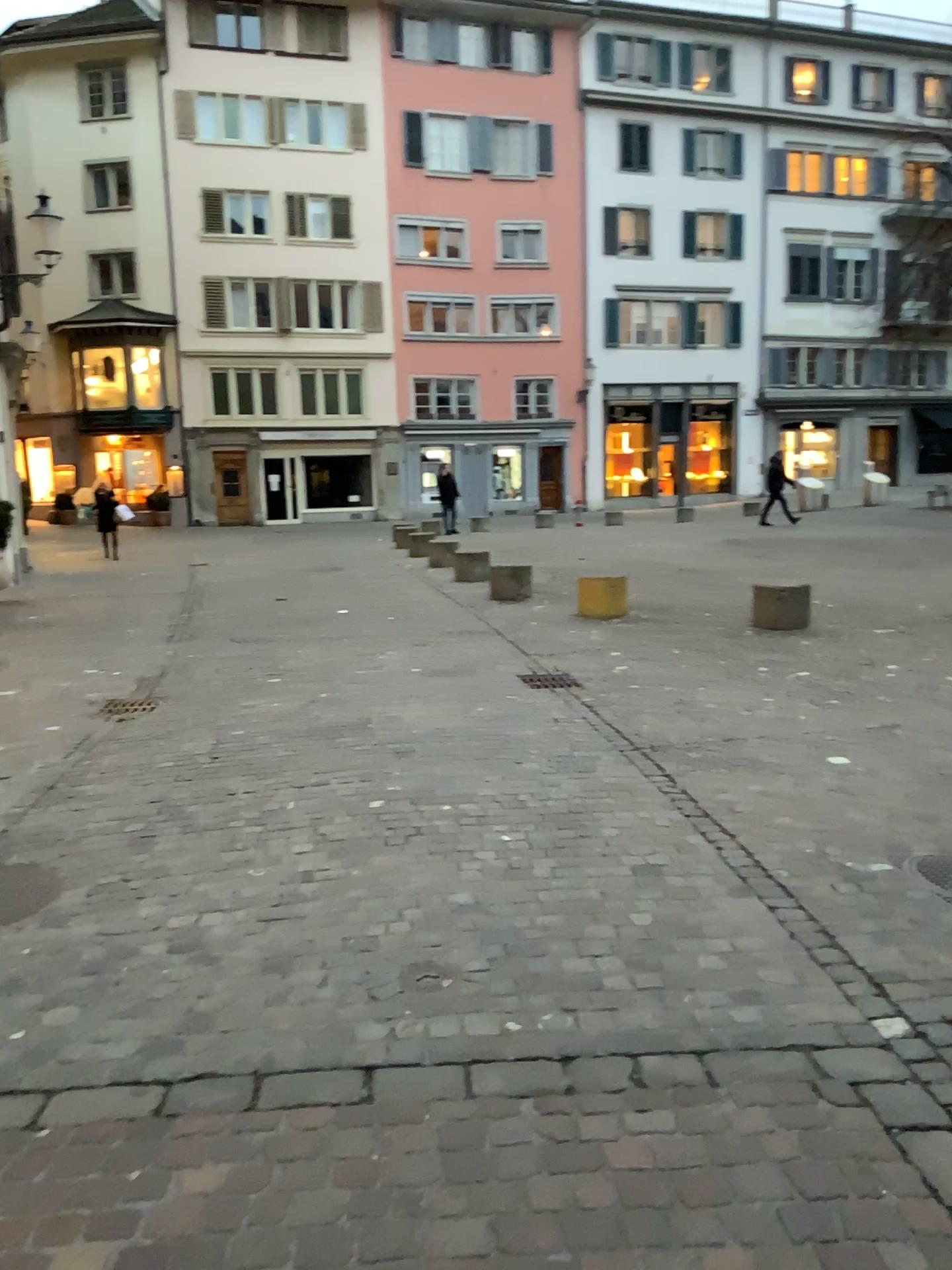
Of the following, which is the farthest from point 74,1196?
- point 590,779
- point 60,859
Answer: point 590,779
